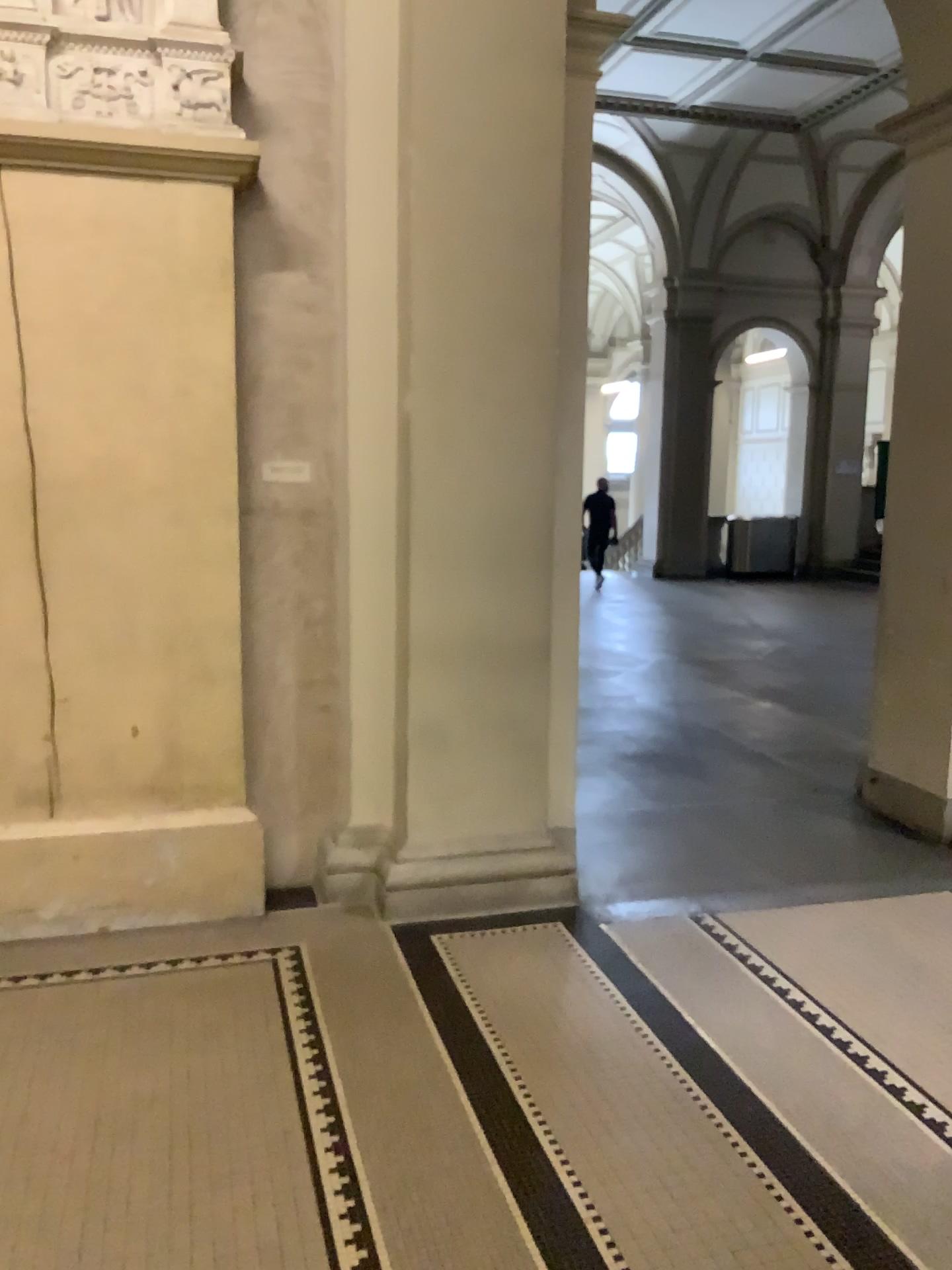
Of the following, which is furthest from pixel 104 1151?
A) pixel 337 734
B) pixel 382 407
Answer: pixel 382 407

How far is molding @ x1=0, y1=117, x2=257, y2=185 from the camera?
3.4m

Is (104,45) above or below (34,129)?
above

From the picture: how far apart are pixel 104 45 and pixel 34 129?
0.4m

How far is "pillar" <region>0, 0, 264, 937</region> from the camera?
3.43m

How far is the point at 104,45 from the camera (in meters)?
3.43
